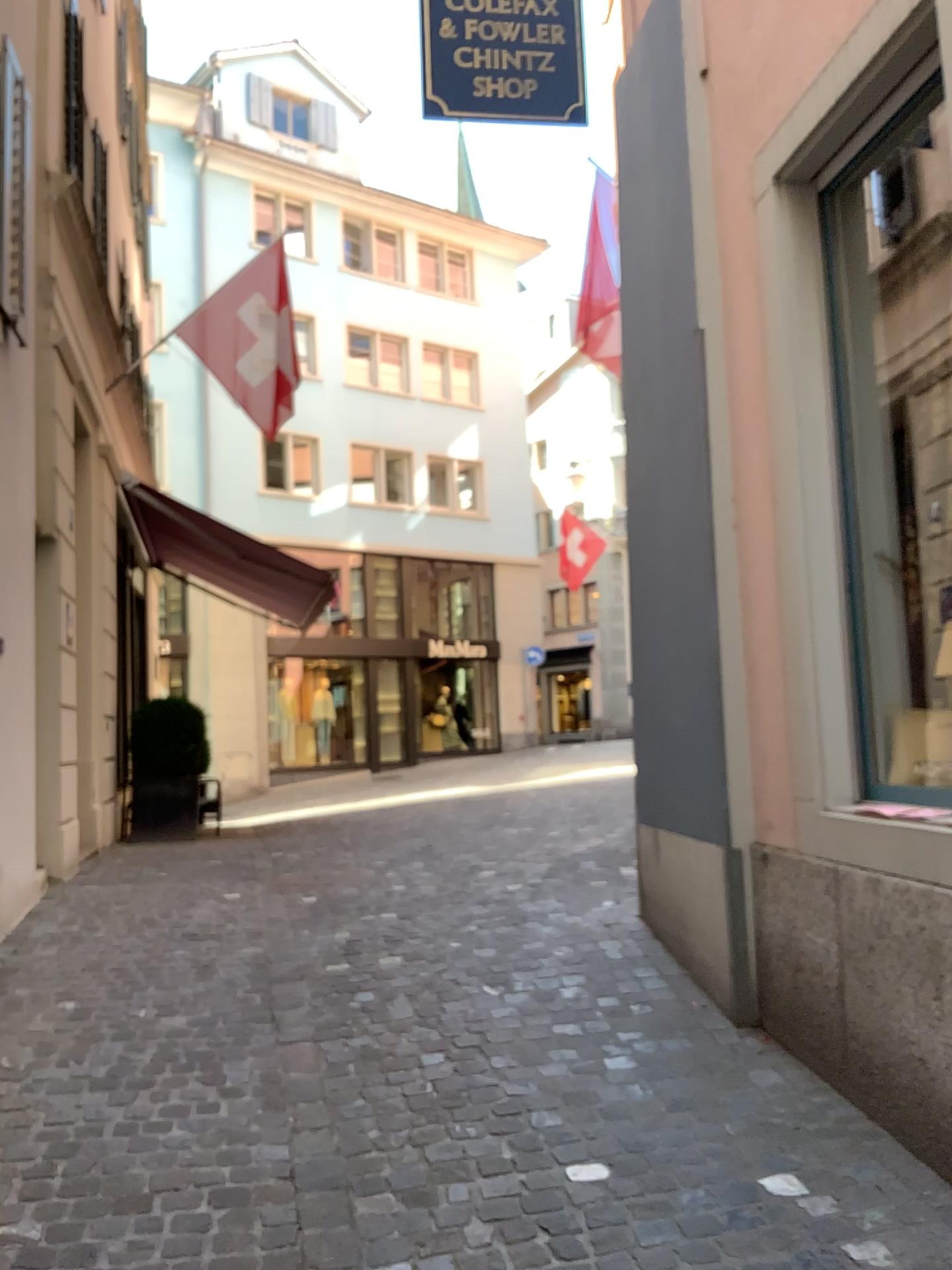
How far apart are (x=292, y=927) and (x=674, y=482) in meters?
2.6
